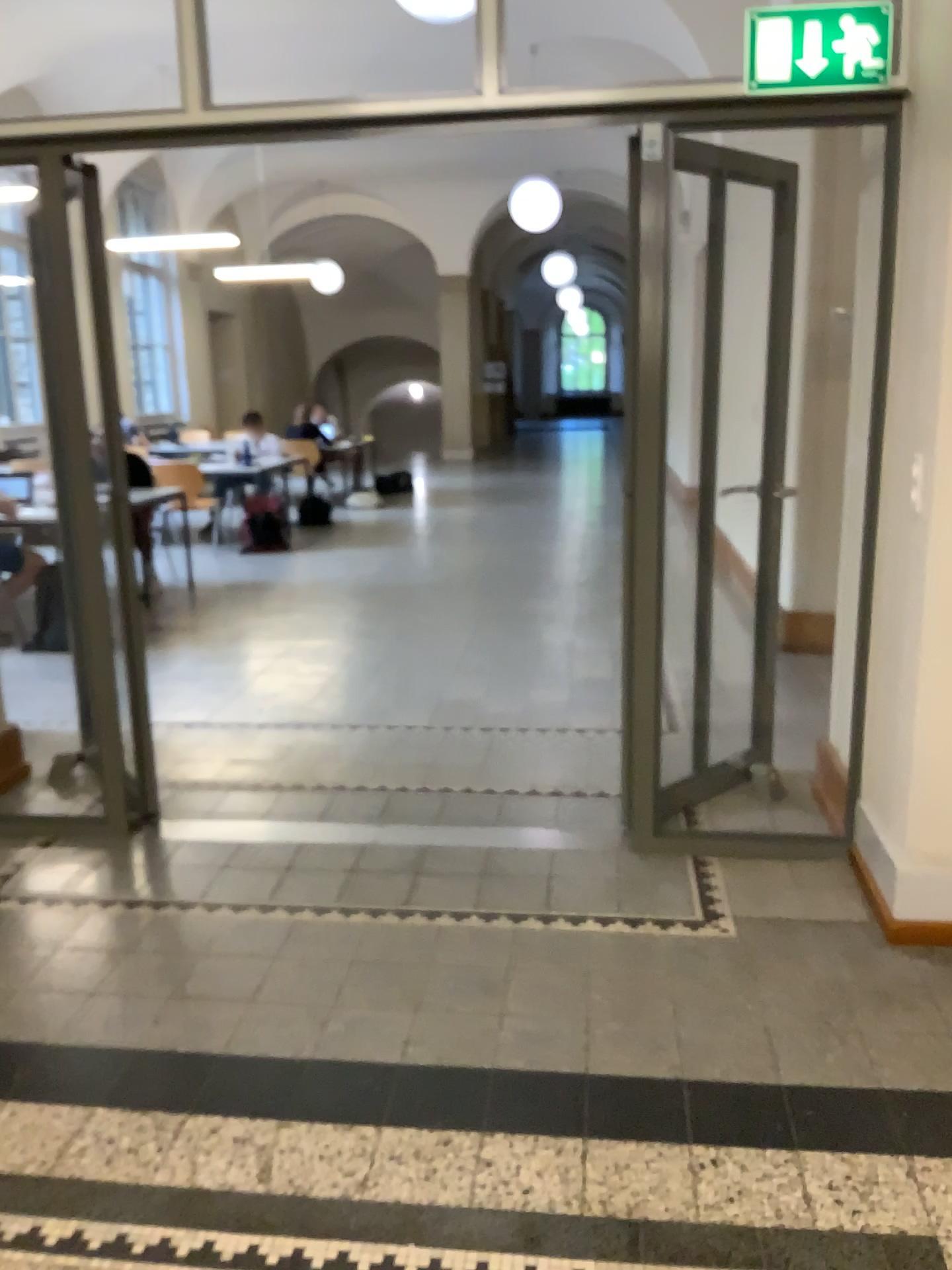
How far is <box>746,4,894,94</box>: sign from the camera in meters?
2.7

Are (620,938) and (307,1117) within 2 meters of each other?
yes

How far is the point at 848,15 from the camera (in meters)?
2.74
